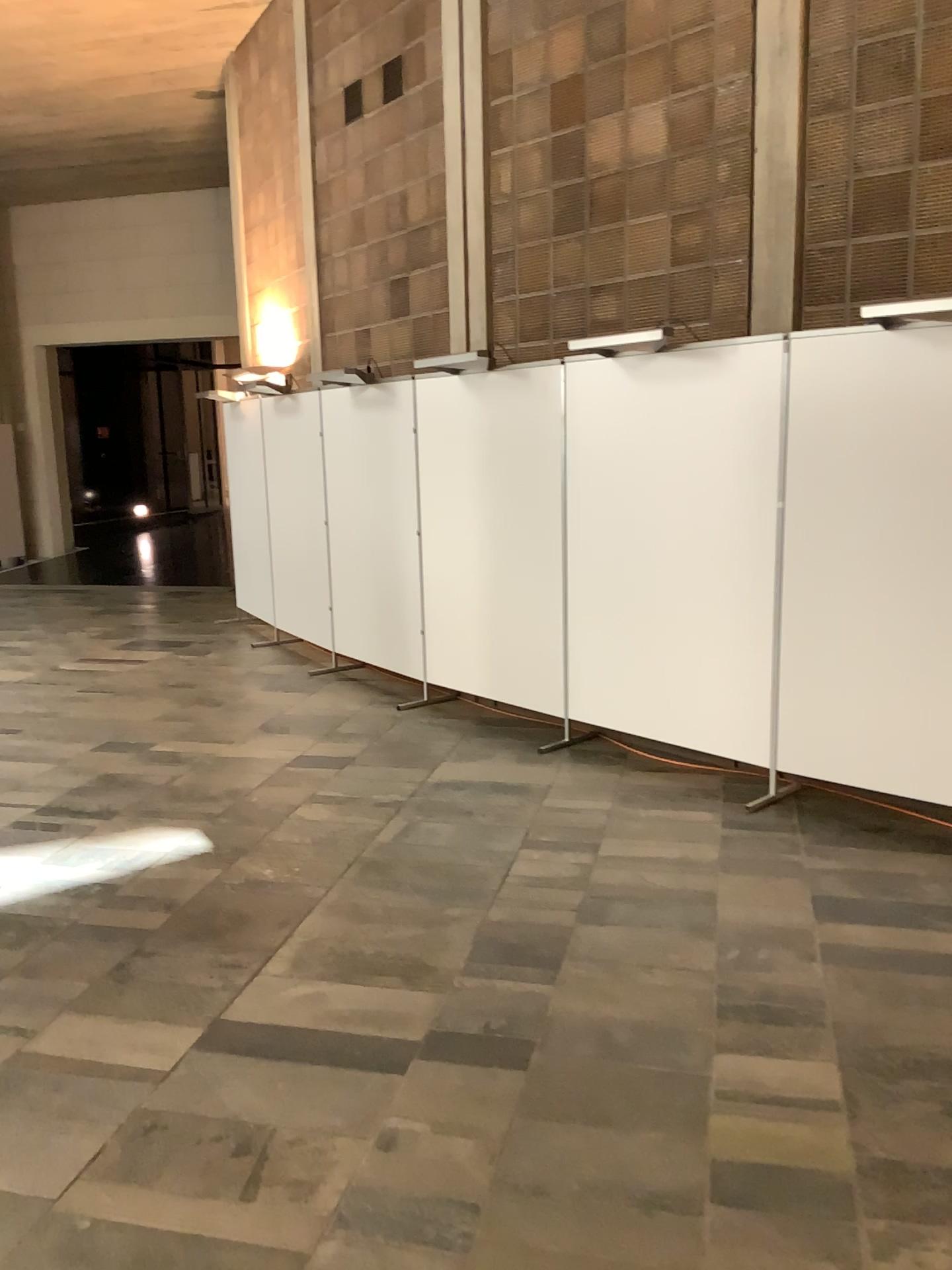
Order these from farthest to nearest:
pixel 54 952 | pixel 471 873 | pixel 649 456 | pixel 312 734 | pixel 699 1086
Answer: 1. pixel 312 734
2. pixel 649 456
3. pixel 471 873
4. pixel 54 952
5. pixel 699 1086

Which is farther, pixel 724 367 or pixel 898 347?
pixel 724 367

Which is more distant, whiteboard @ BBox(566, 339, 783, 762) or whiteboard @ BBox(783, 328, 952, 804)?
whiteboard @ BBox(566, 339, 783, 762)
